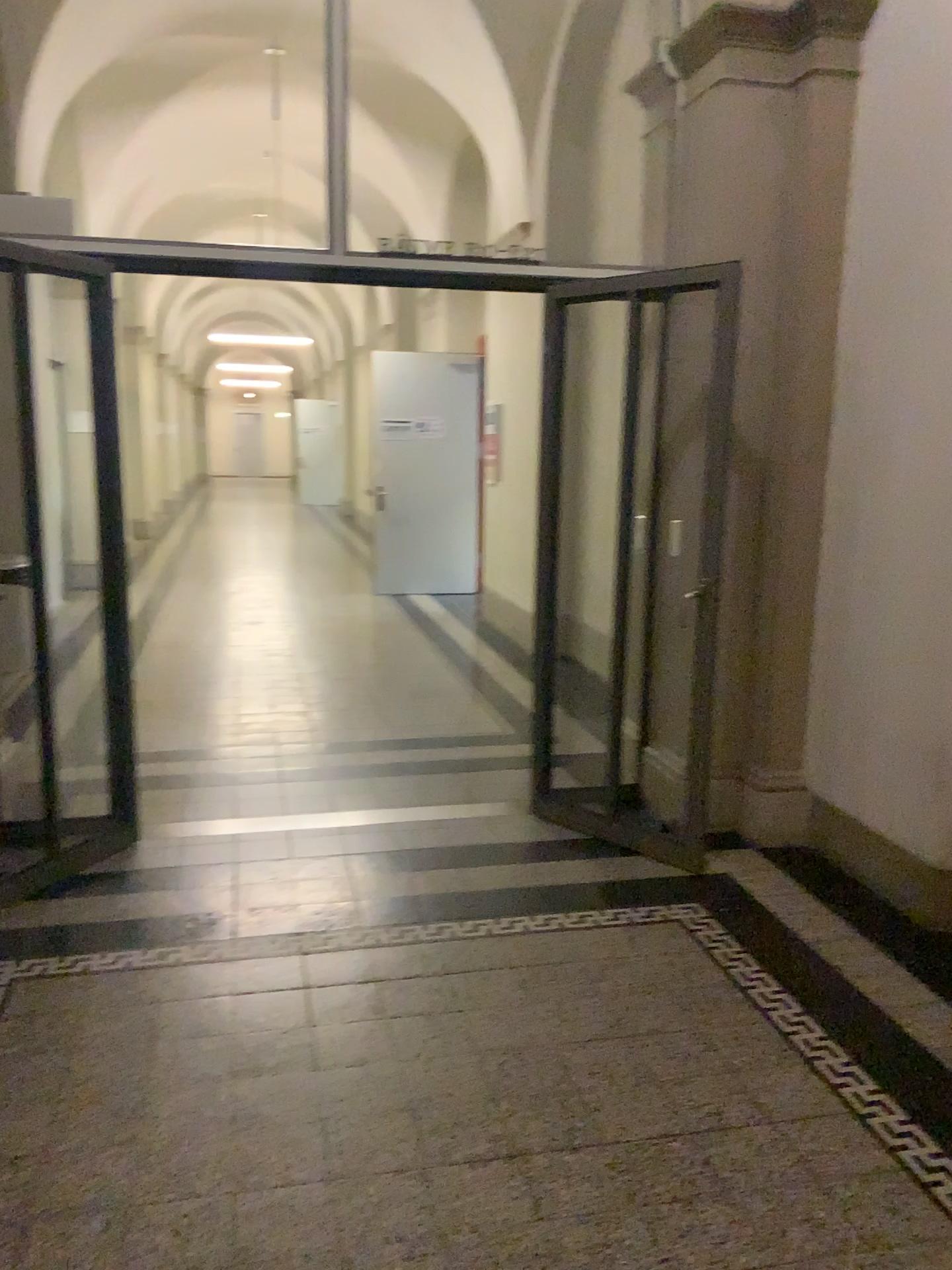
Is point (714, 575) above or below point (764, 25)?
below

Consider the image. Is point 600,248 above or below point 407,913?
above
